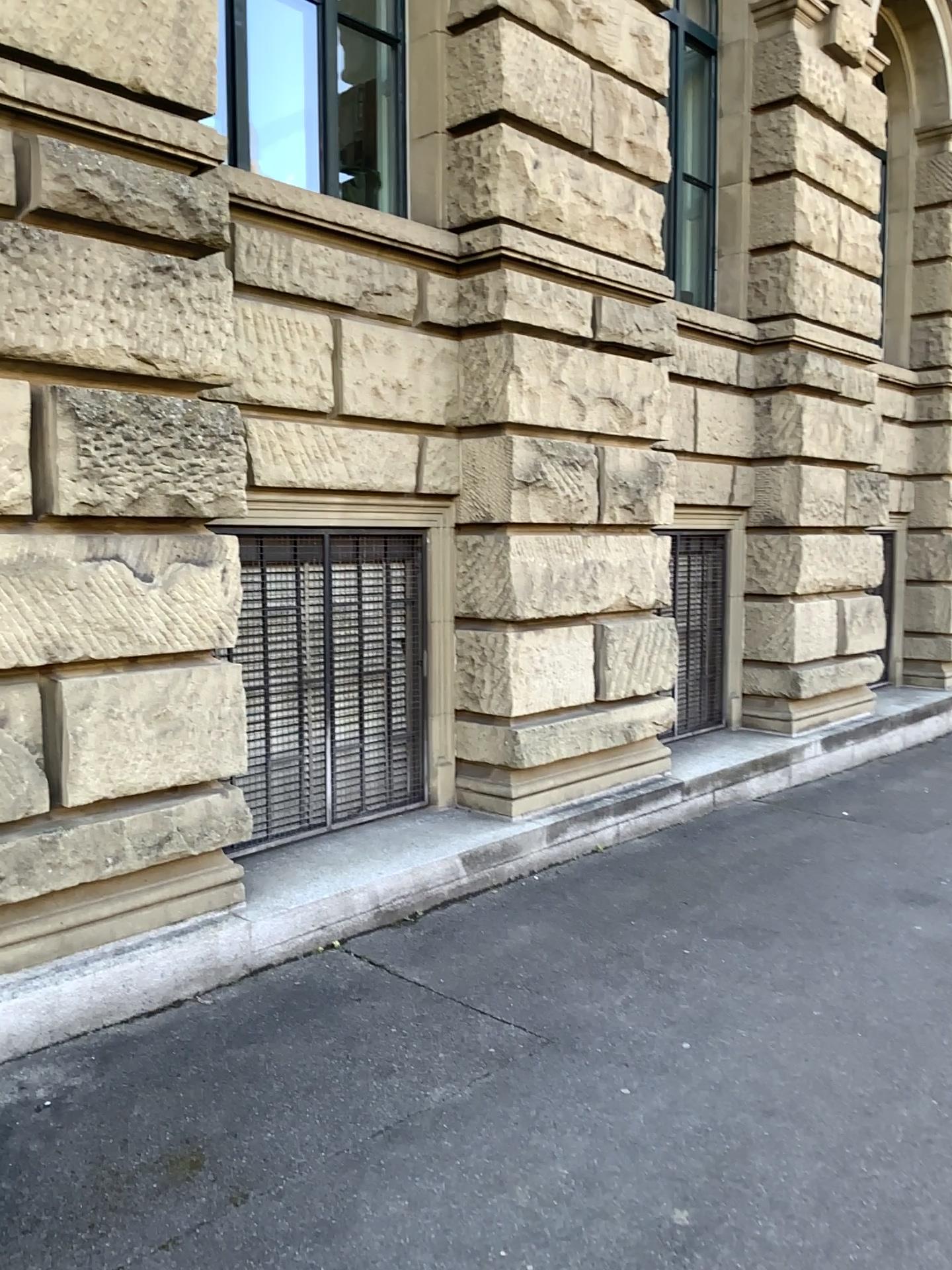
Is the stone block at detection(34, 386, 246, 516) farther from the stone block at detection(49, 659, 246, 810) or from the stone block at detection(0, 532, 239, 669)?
the stone block at detection(49, 659, 246, 810)

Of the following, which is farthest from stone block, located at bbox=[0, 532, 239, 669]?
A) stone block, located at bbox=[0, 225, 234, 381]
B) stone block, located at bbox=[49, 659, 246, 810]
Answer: stone block, located at bbox=[0, 225, 234, 381]

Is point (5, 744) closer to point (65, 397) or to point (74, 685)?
point (74, 685)

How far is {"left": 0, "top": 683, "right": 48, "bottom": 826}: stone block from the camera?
3.5 meters

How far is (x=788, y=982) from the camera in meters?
4.1 m

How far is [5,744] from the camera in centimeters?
352cm

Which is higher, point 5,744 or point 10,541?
point 10,541

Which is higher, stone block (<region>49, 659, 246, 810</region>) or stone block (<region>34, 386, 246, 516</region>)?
stone block (<region>34, 386, 246, 516</region>)

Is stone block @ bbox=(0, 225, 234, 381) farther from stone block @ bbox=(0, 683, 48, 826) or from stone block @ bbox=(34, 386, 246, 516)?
stone block @ bbox=(0, 683, 48, 826)

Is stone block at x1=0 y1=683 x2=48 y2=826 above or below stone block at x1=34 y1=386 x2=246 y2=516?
below
